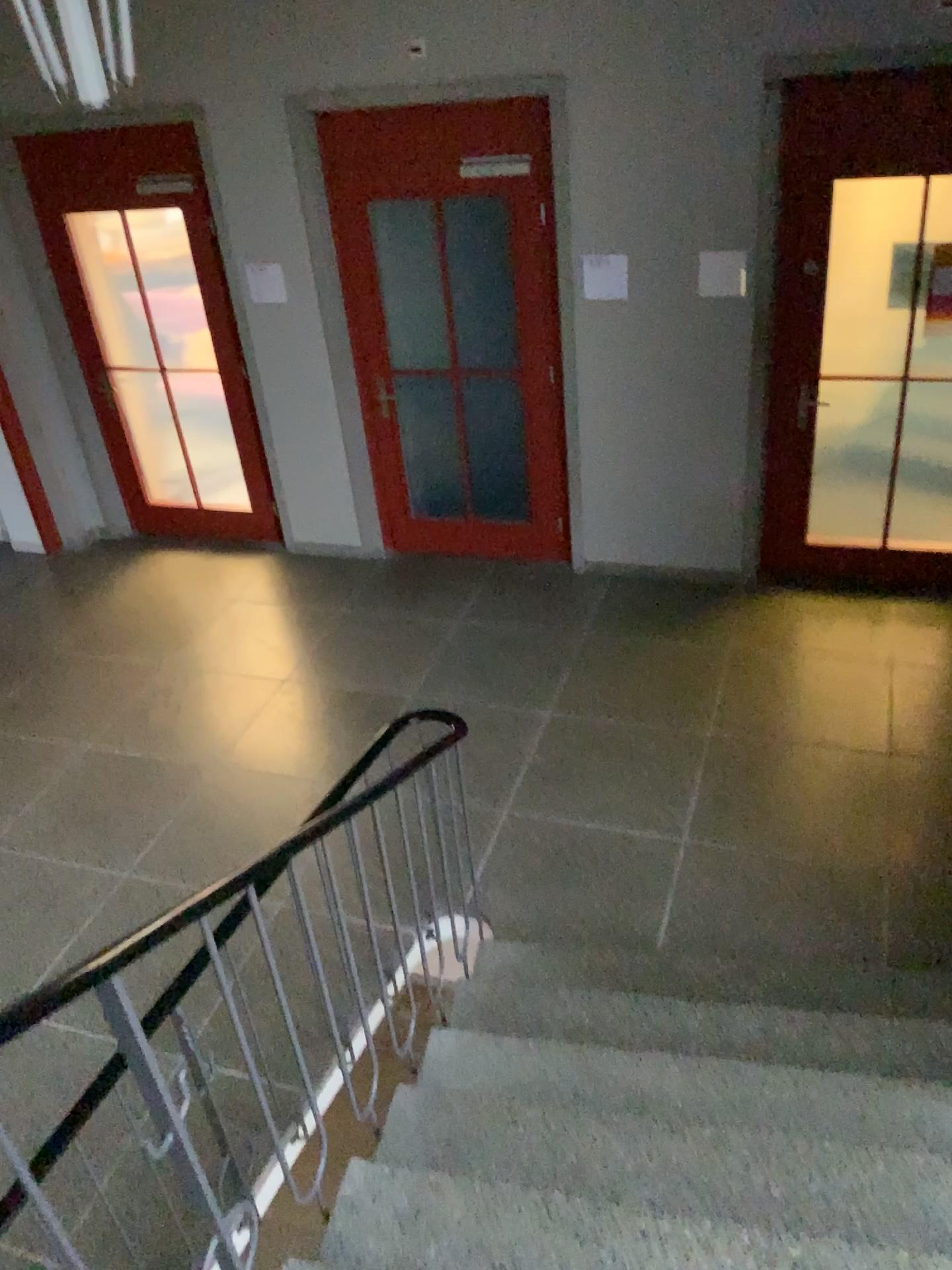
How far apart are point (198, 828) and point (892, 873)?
2.71m
